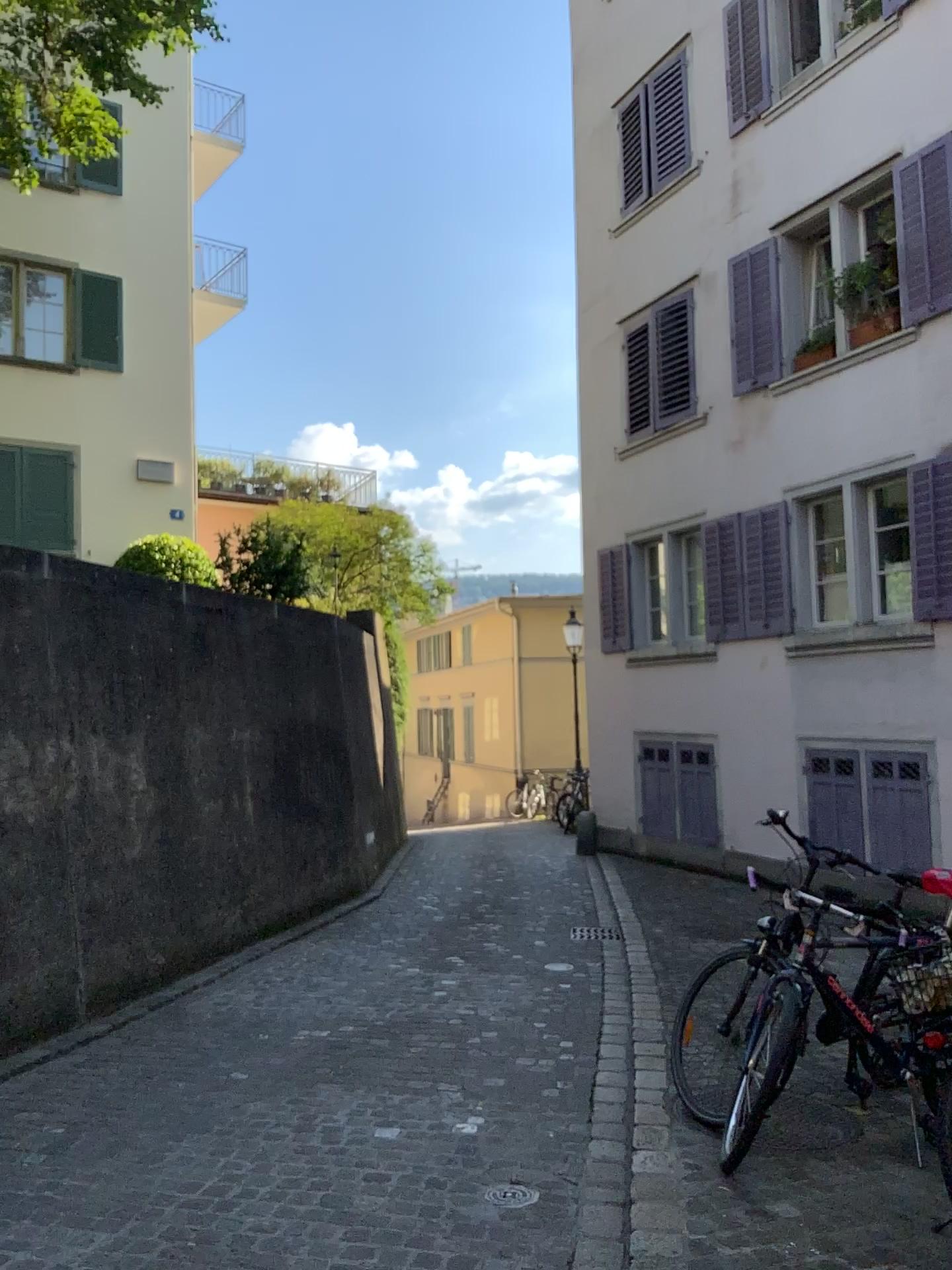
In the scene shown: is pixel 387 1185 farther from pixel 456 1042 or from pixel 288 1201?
pixel 456 1042
